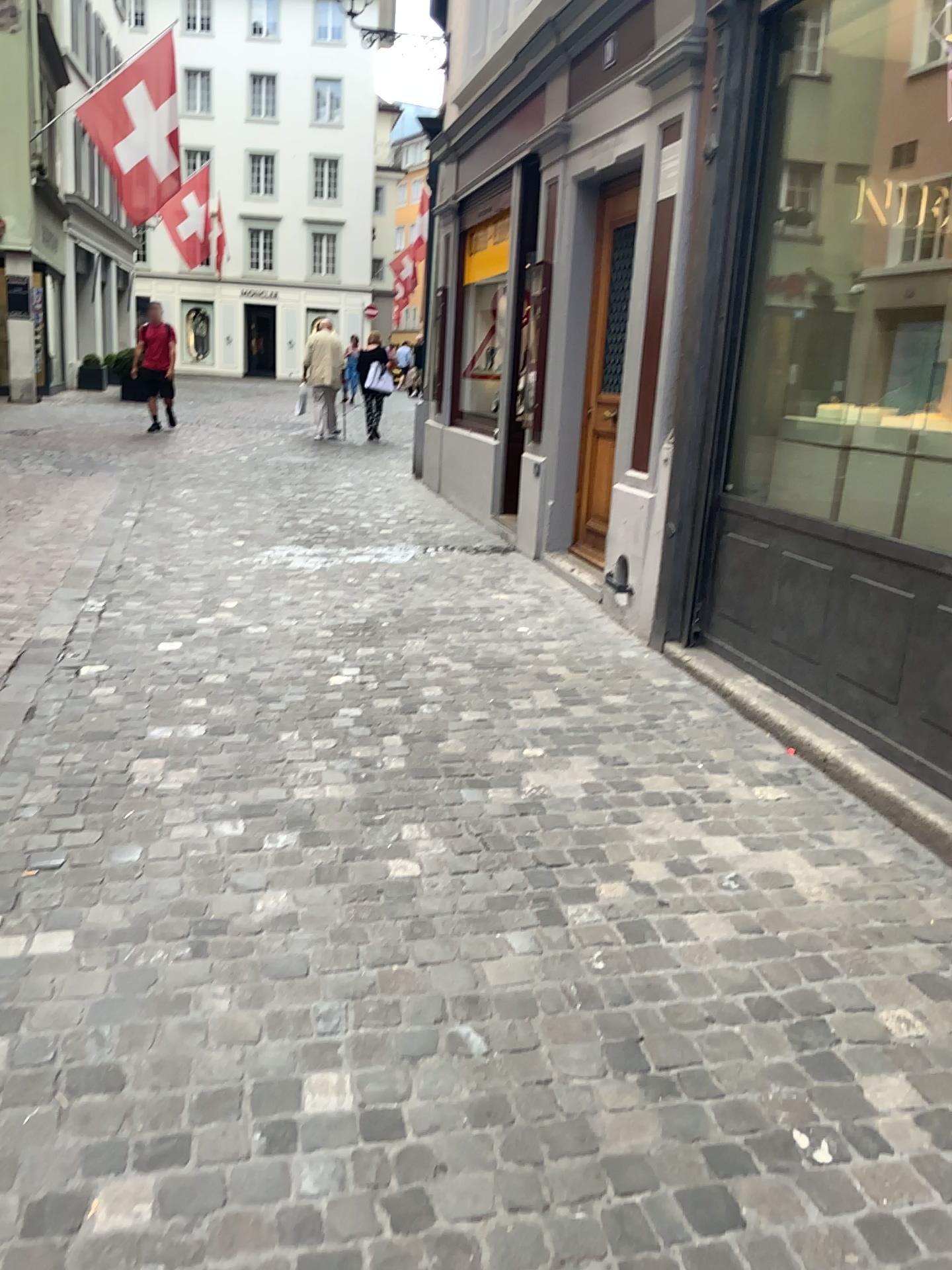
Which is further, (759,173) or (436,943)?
(759,173)
